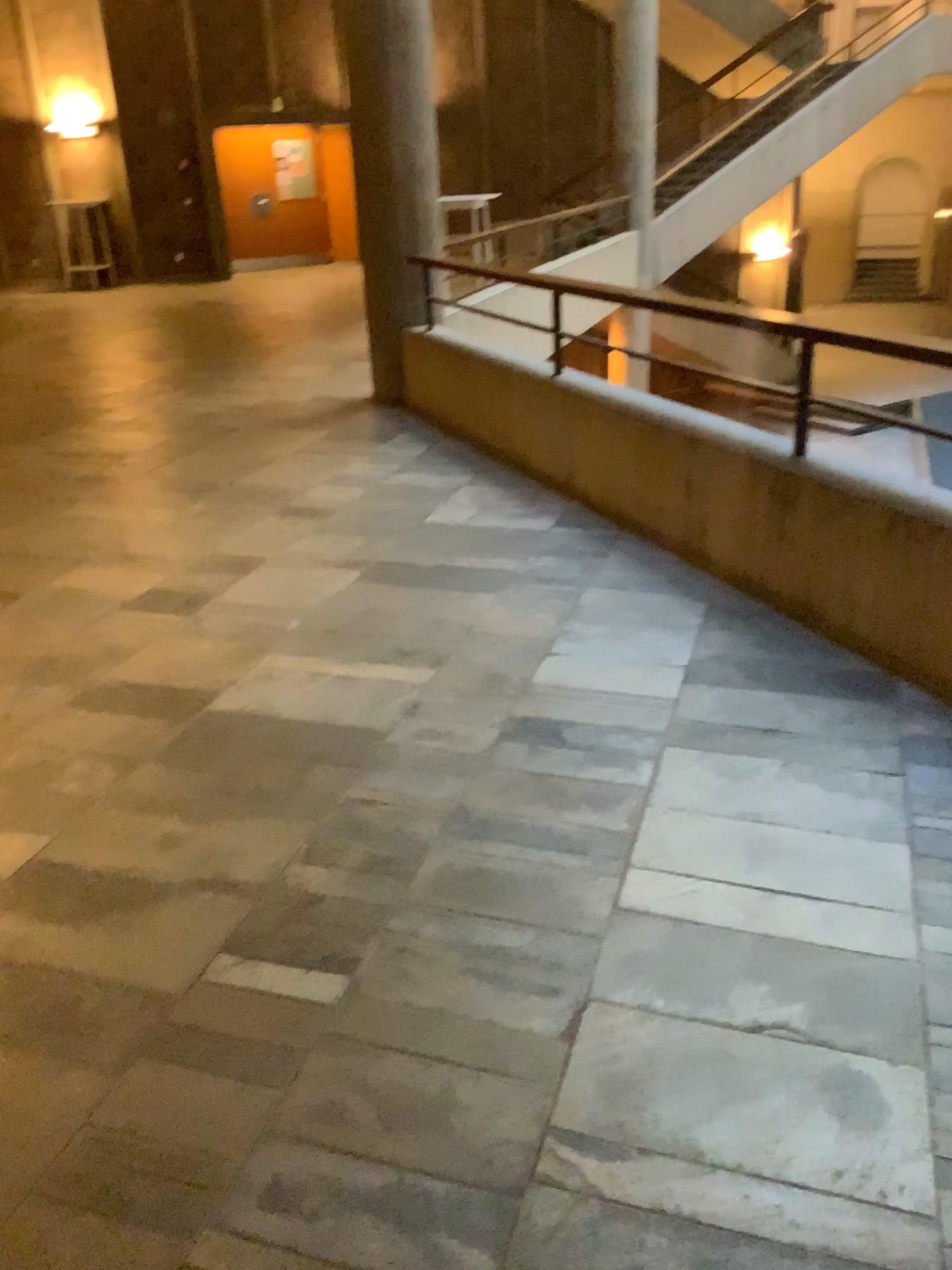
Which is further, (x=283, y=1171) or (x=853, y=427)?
(x=853, y=427)
